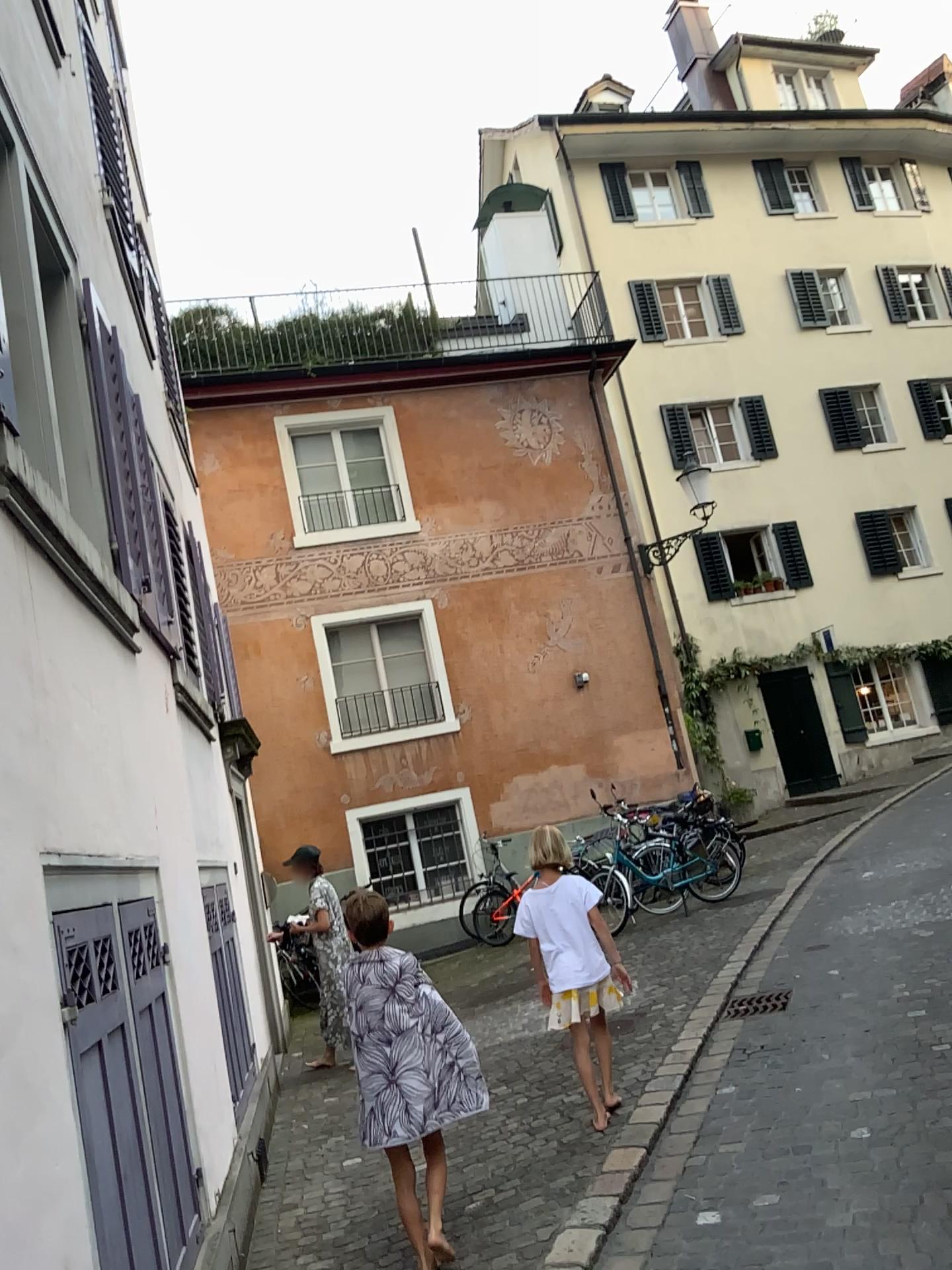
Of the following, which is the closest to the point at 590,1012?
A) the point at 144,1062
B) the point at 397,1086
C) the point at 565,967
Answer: the point at 565,967

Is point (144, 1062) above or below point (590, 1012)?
above

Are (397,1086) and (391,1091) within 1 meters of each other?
yes

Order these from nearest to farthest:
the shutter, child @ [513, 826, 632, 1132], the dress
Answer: the shutter, the dress, child @ [513, 826, 632, 1132]

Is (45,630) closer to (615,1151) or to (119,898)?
(119,898)

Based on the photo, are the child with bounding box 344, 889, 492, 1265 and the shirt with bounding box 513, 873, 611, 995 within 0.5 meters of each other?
no

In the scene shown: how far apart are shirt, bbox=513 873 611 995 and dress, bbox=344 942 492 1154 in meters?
1.0 m

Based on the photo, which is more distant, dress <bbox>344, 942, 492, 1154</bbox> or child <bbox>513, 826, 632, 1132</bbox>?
A: child <bbox>513, 826, 632, 1132</bbox>

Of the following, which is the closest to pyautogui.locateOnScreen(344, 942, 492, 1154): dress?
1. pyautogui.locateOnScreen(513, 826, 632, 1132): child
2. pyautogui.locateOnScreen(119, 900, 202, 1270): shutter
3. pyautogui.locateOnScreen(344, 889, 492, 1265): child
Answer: pyautogui.locateOnScreen(344, 889, 492, 1265): child

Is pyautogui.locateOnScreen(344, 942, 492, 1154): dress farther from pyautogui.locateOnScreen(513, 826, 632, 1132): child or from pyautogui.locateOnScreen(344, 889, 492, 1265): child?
pyautogui.locateOnScreen(513, 826, 632, 1132): child
